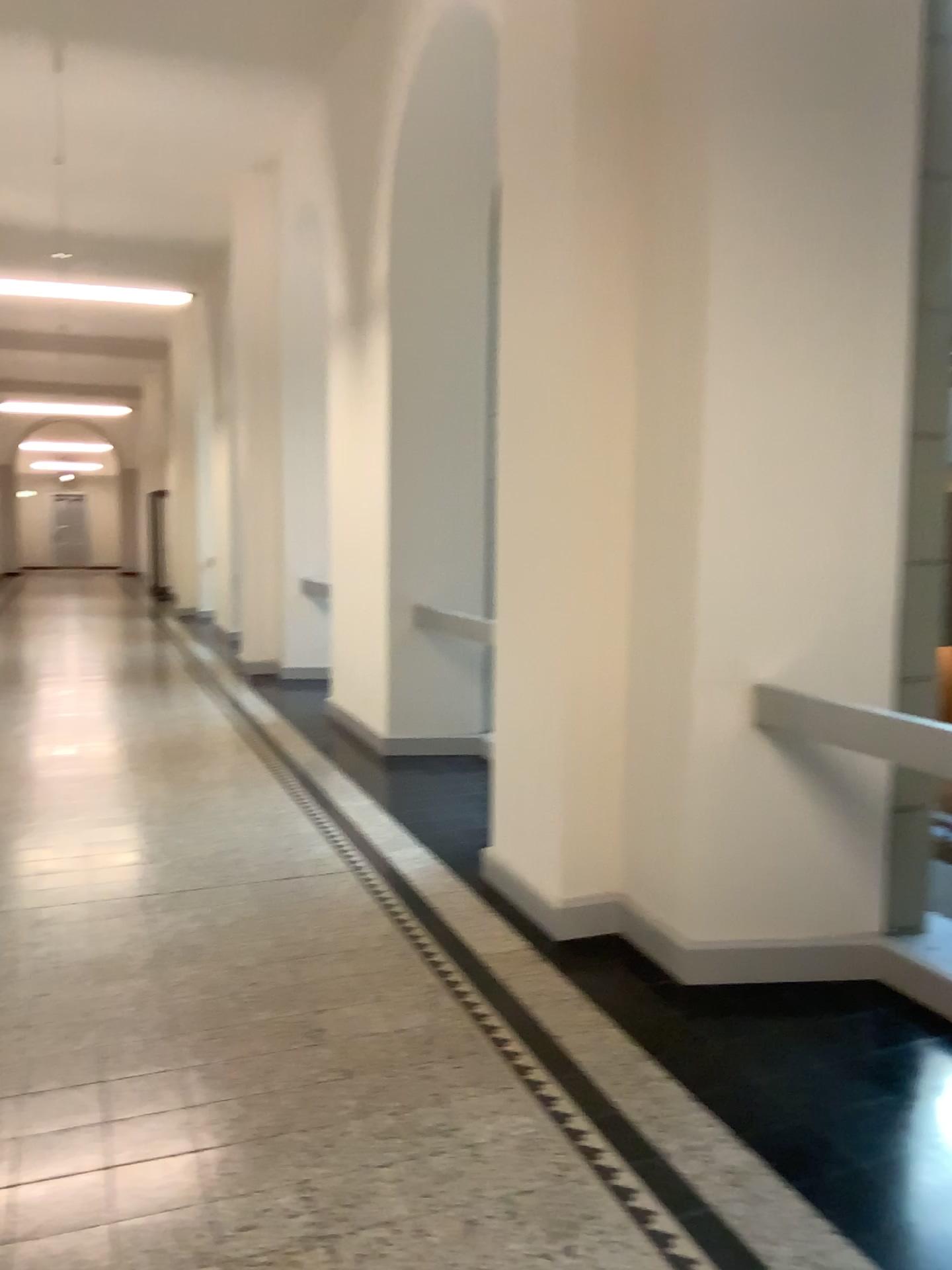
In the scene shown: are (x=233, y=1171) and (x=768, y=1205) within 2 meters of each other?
yes
